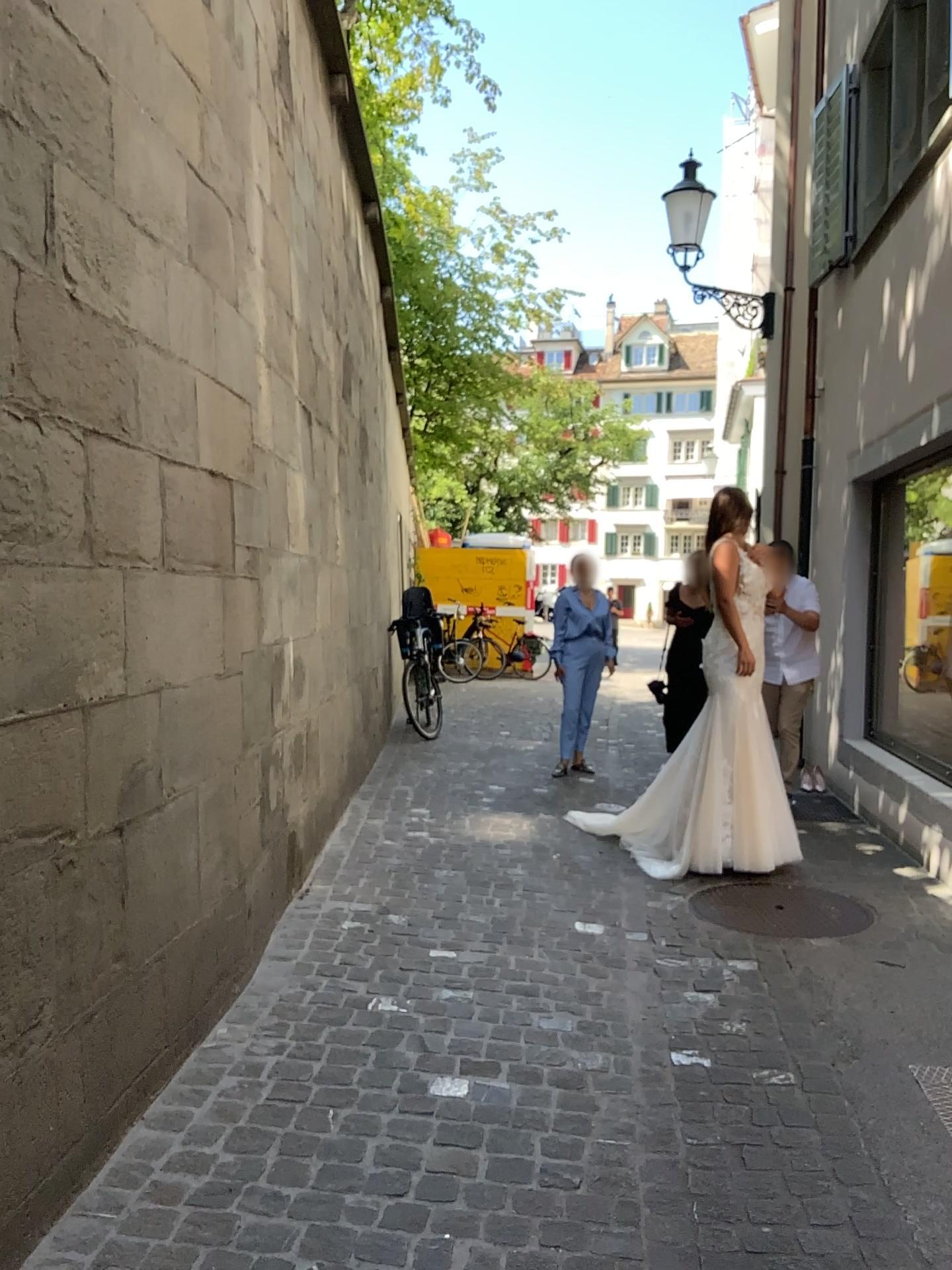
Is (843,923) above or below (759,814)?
below

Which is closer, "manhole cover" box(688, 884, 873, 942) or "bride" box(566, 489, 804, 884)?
"manhole cover" box(688, 884, 873, 942)

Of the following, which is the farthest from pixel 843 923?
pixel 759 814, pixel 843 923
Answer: pixel 759 814

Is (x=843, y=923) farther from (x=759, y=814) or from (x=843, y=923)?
(x=759, y=814)

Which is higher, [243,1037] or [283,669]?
[283,669]

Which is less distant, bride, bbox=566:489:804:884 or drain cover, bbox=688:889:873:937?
drain cover, bbox=688:889:873:937
